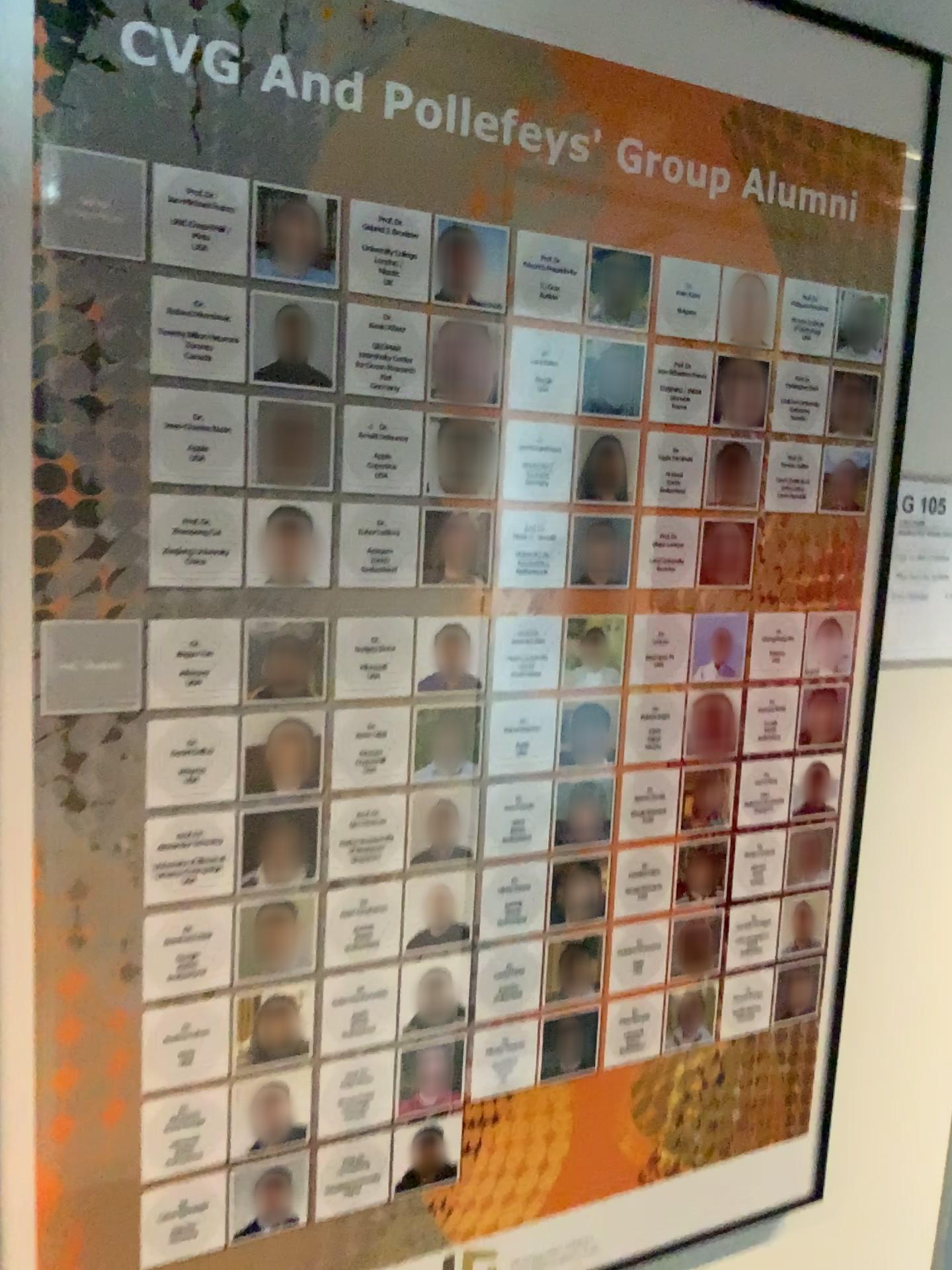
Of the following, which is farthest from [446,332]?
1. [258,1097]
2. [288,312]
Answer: [258,1097]

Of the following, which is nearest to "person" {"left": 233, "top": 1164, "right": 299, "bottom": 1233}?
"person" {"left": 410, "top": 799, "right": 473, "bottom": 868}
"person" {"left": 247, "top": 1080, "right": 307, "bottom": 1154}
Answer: "person" {"left": 247, "top": 1080, "right": 307, "bottom": 1154}

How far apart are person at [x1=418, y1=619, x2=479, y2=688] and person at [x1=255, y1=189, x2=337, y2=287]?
0.31m

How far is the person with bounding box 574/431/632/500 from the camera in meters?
1.0

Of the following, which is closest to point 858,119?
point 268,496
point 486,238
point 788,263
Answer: point 788,263

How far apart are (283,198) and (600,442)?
0.35m

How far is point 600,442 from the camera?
1.0 meters

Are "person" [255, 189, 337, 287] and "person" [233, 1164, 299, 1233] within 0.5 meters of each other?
no

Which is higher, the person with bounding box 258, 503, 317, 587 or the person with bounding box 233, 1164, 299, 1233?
the person with bounding box 258, 503, 317, 587

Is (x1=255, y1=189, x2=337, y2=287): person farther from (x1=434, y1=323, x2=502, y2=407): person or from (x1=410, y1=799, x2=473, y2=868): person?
Result: (x1=410, y1=799, x2=473, y2=868): person
